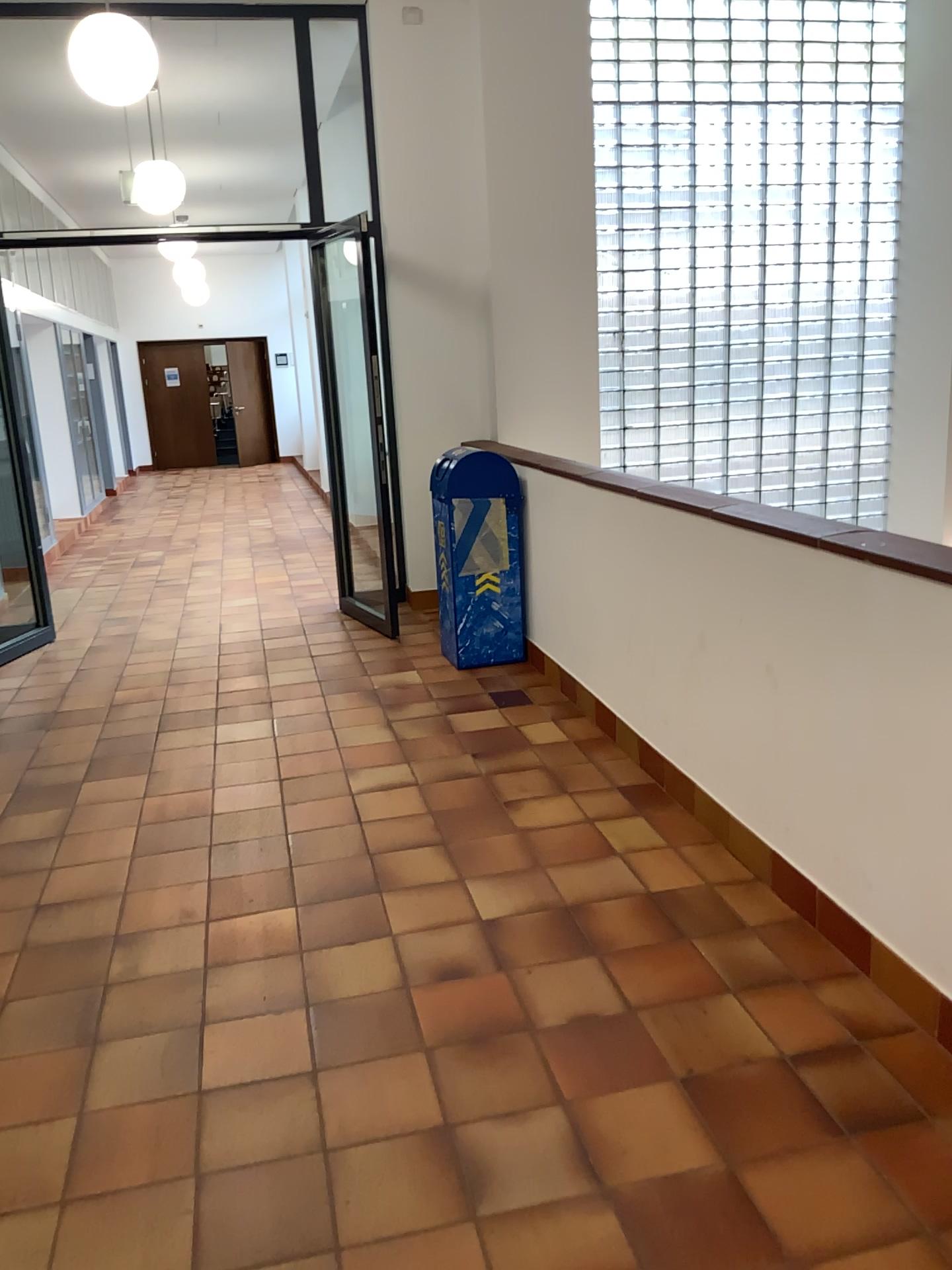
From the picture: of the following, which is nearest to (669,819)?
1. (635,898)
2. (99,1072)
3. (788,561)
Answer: (635,898)
